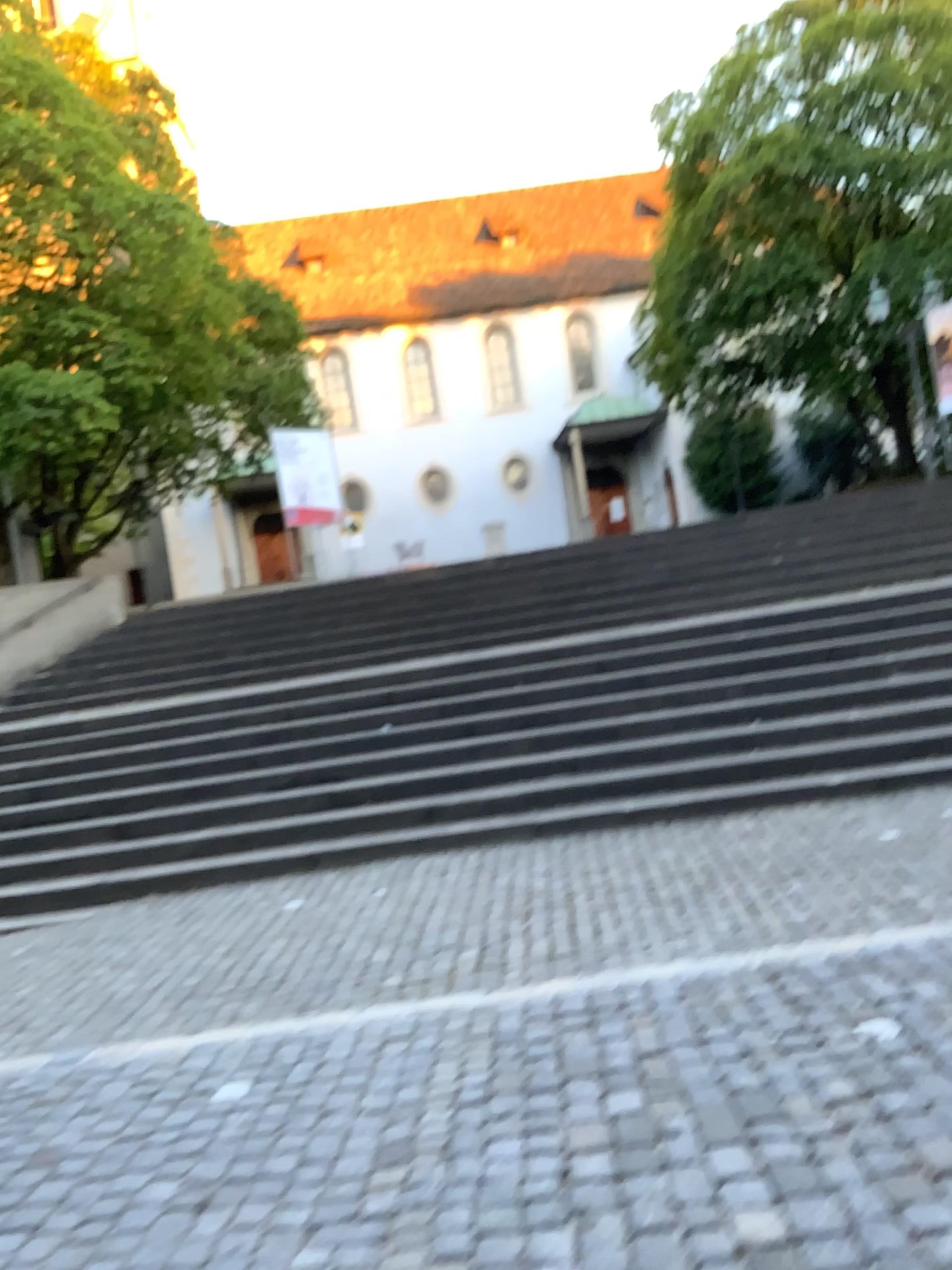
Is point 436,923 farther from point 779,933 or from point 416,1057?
point 779,933
